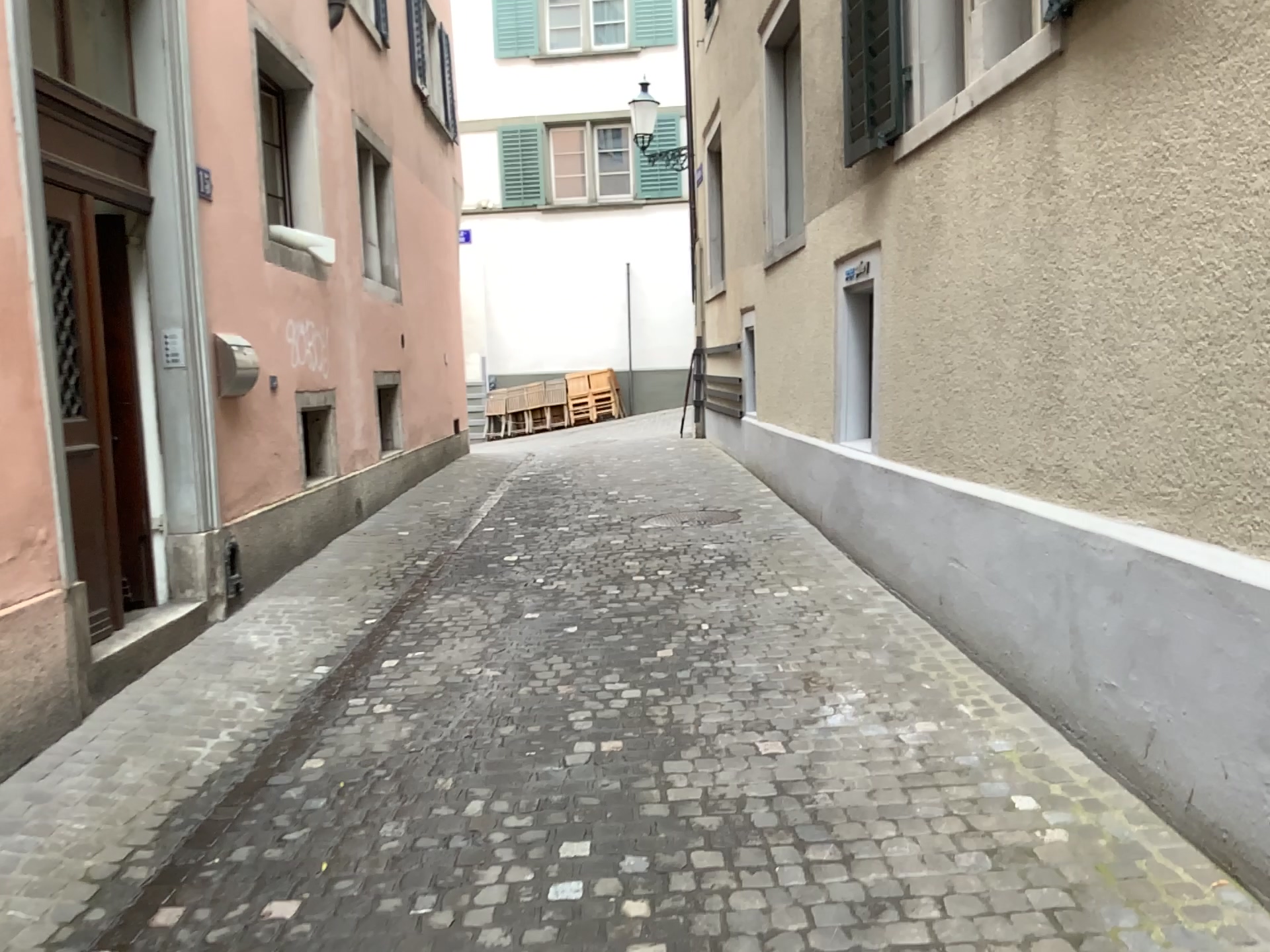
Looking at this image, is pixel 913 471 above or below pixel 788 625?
above
